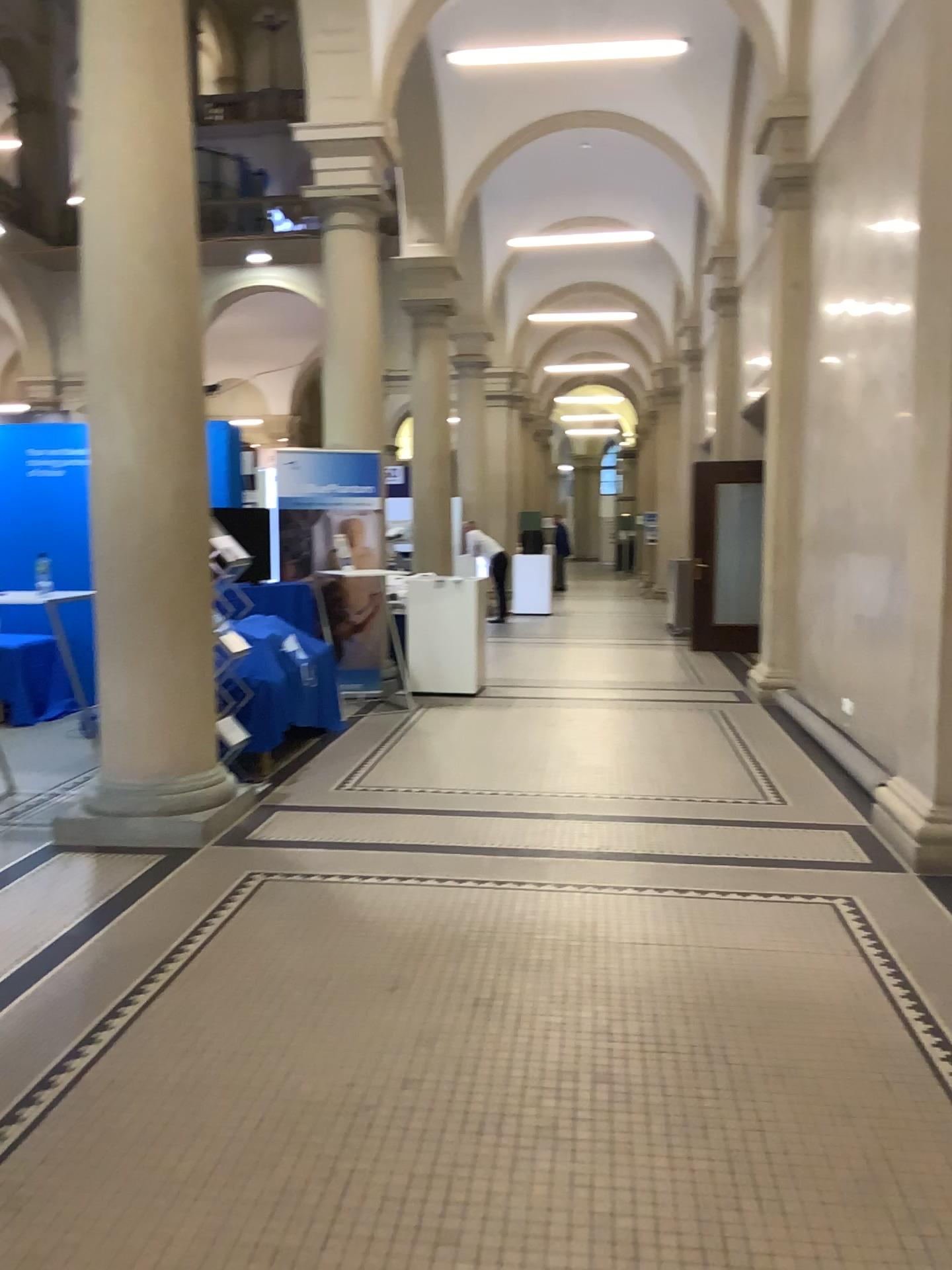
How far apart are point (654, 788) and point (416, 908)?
1.80m
